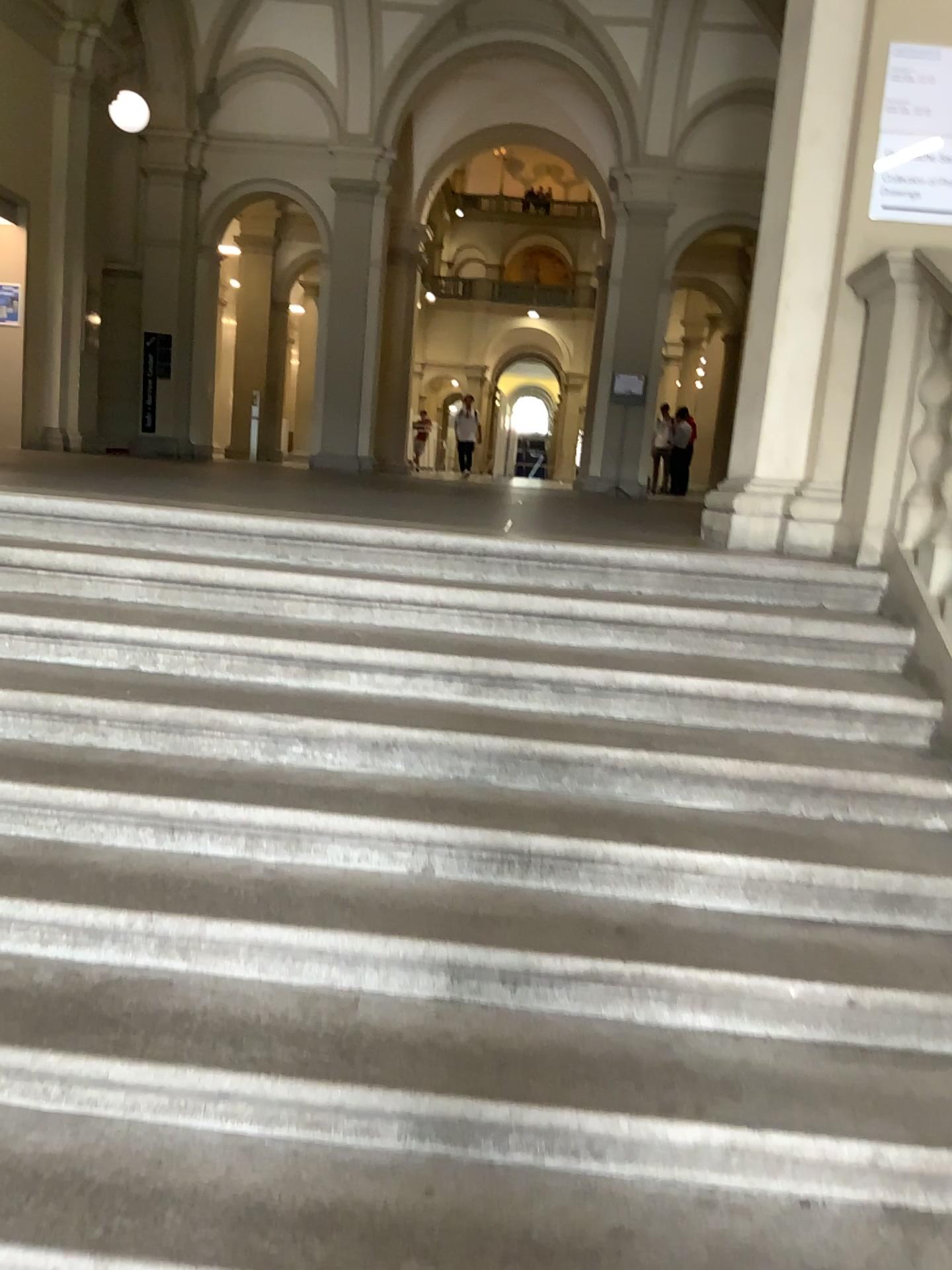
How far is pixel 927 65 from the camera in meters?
3.8

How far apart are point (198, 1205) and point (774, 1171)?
1.0m

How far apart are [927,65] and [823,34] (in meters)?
0.41

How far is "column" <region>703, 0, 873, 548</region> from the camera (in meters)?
3.96

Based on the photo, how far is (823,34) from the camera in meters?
4.0

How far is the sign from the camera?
3.8m
